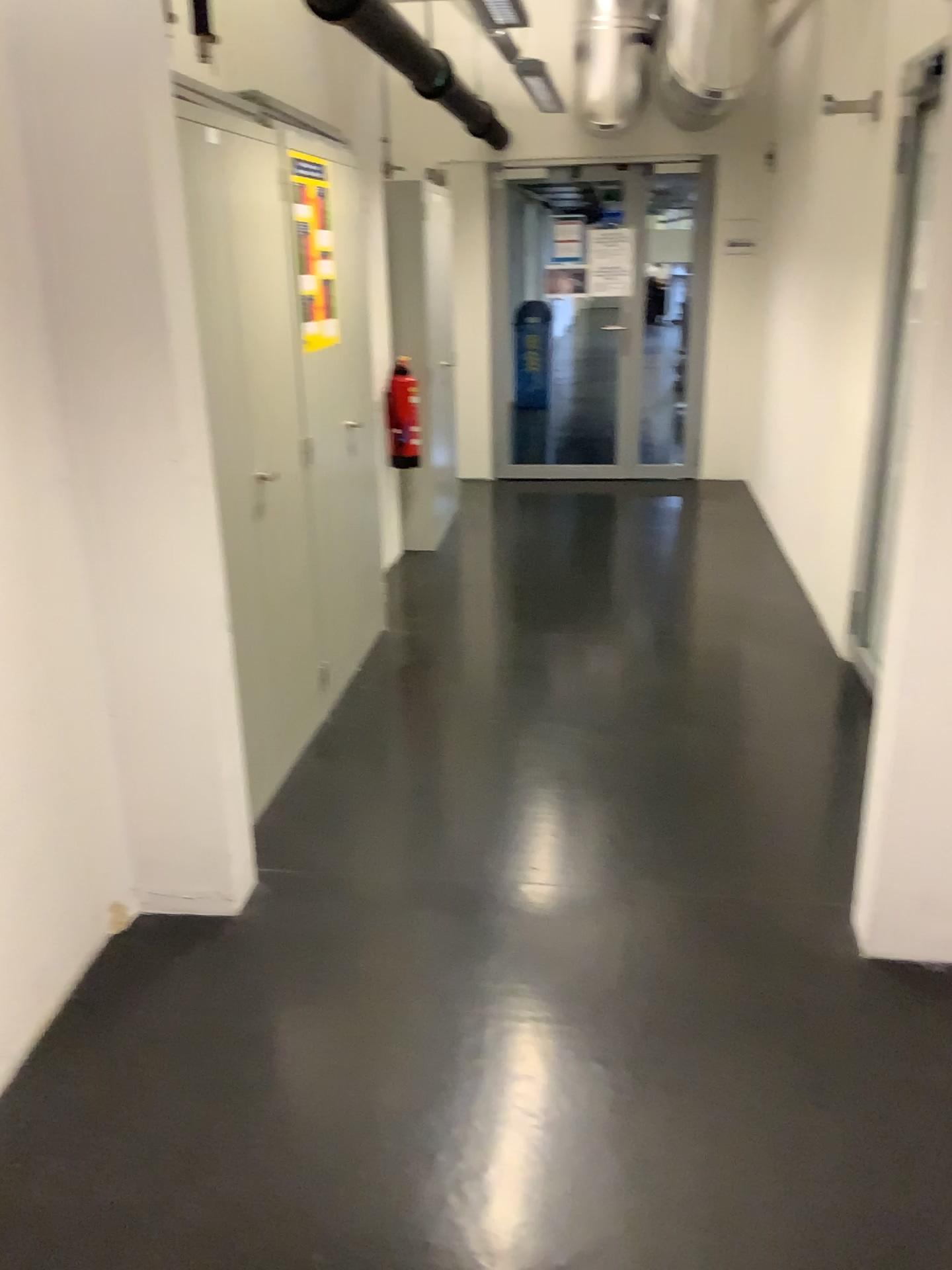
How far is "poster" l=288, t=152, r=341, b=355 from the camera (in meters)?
3.37

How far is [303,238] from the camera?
3.4m

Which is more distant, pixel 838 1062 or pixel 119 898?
pixel 119 898
